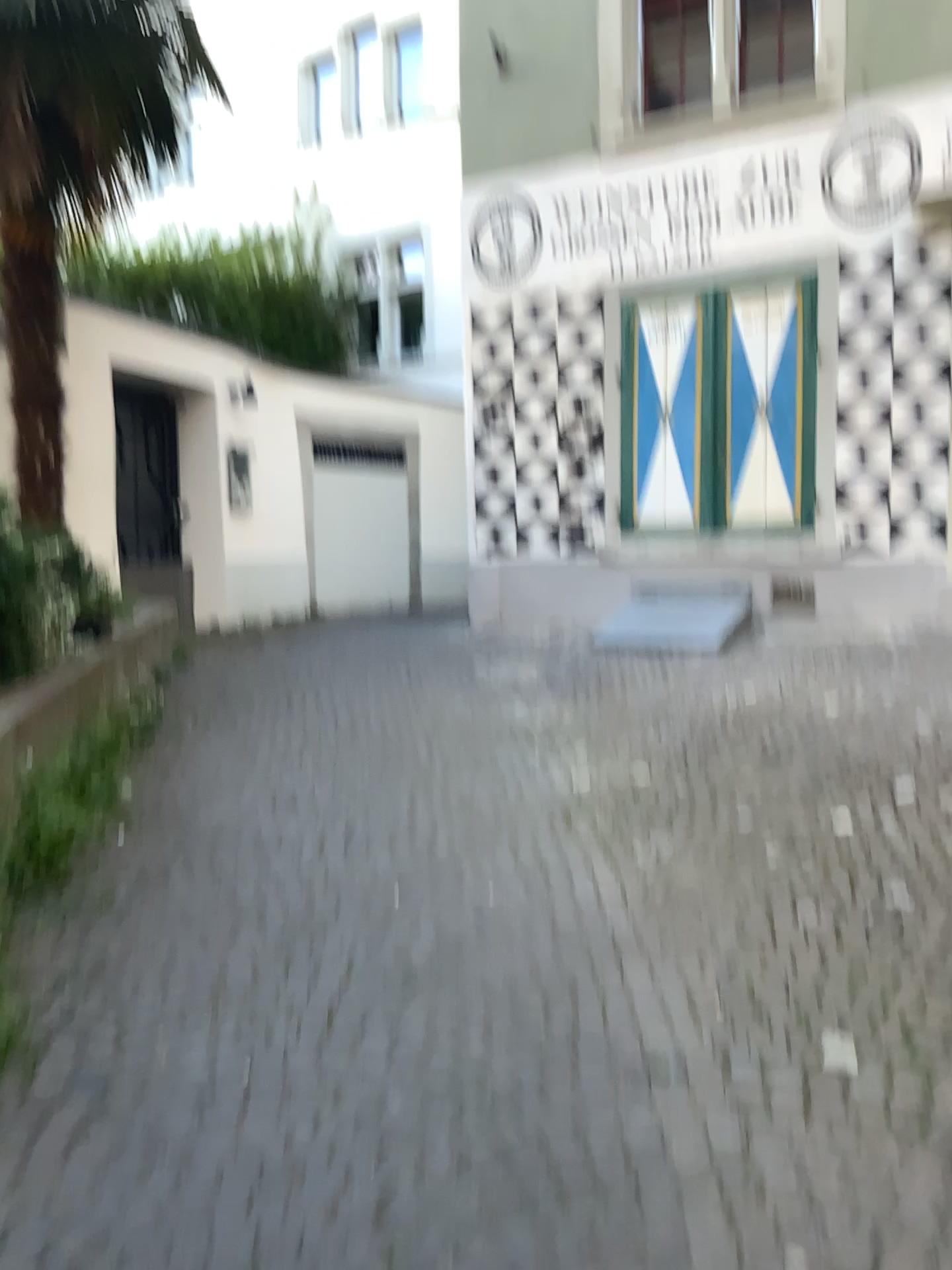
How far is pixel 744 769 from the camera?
4.44m
